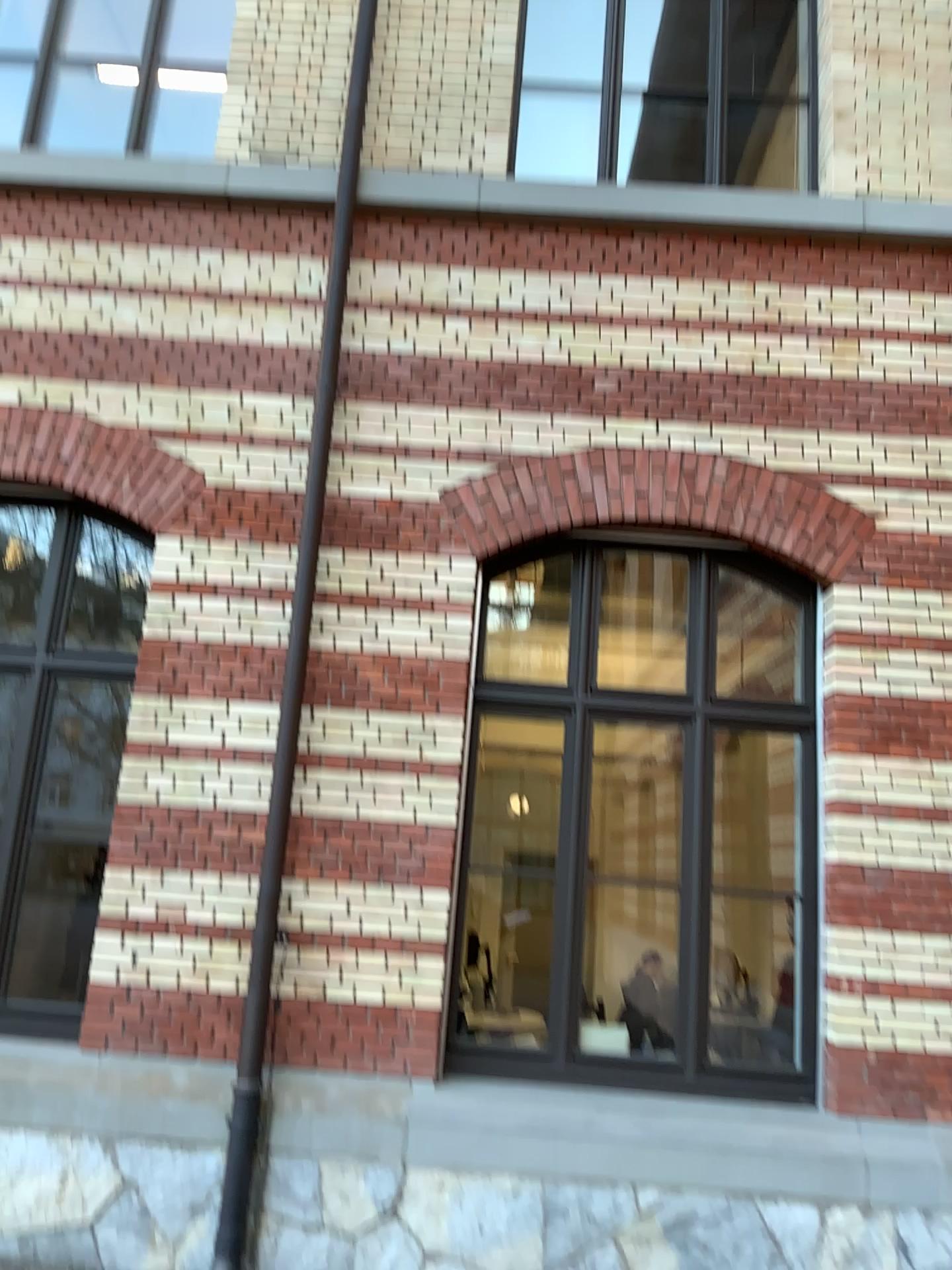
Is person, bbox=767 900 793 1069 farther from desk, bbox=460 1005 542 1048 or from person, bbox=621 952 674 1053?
desk, bbox=460 1005 542 1048

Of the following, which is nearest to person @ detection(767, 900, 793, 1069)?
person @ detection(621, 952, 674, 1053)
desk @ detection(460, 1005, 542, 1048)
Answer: person @ detection(621, 952, 674, 1053)

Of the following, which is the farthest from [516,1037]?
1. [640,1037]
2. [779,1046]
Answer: [779,1046]

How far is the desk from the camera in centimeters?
477cm

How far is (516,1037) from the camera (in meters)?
4.77

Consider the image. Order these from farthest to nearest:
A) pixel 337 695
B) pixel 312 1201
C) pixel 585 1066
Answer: pixel 337 695
pixel 585 1066
pixel 312 1201

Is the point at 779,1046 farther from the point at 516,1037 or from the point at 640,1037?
the point at 516,1037
